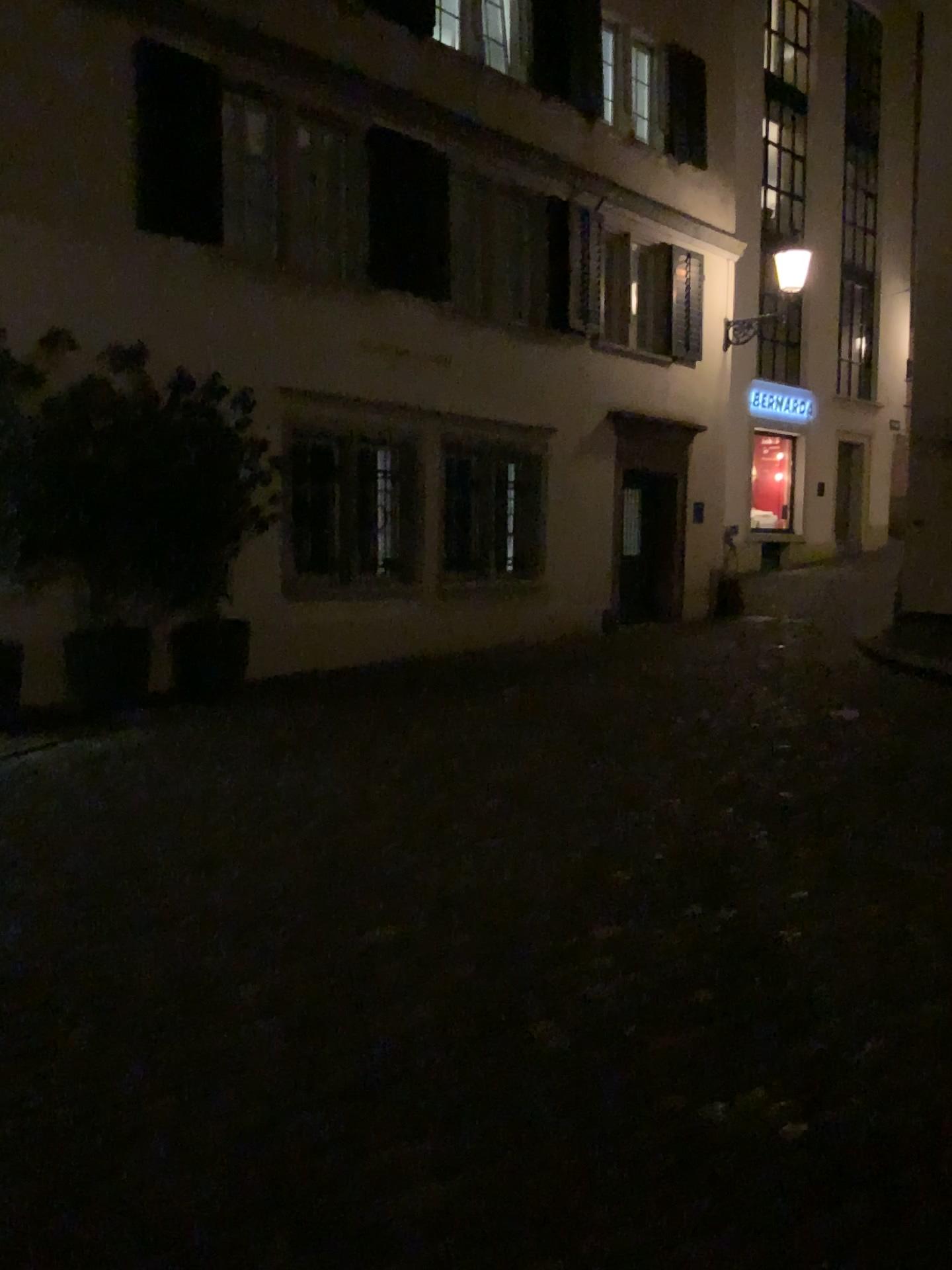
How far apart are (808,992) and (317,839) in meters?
2.2
